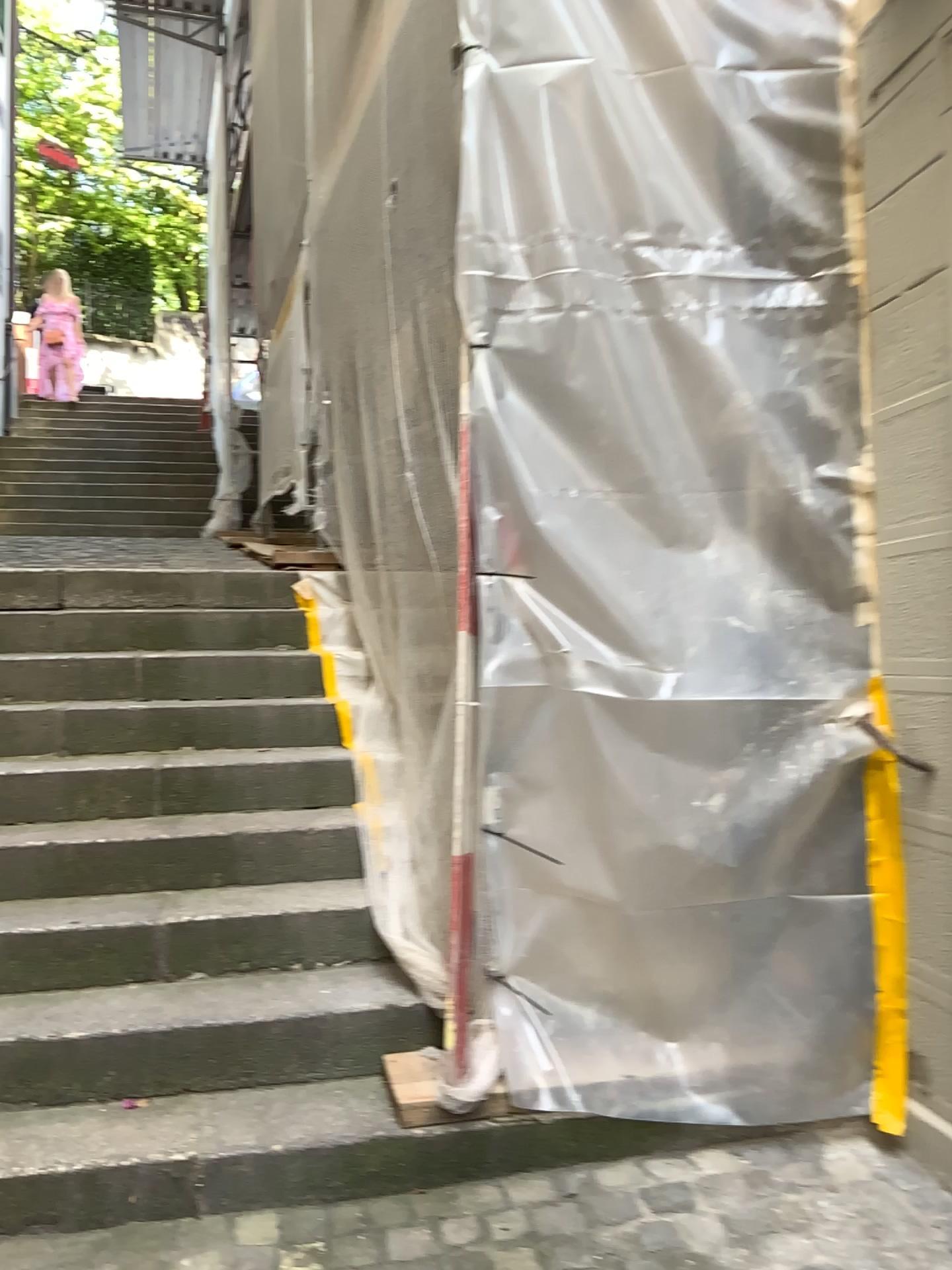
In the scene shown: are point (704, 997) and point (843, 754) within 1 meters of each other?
yes

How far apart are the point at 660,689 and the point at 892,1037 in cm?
88

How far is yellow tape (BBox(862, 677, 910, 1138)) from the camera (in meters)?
2.26

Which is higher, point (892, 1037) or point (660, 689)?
point (660, 689)

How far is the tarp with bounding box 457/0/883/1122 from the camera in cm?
237

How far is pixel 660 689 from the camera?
2.37m

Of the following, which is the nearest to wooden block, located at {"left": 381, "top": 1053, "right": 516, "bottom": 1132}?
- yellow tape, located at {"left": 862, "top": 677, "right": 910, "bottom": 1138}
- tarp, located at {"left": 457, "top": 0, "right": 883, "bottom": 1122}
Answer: tarp, located at {"left": 457, "top": 0, "right": 883, "bottom": 1122}

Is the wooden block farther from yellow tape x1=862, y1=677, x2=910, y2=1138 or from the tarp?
yellow tape x1=862, y1=677, x2=910, y2=1138
